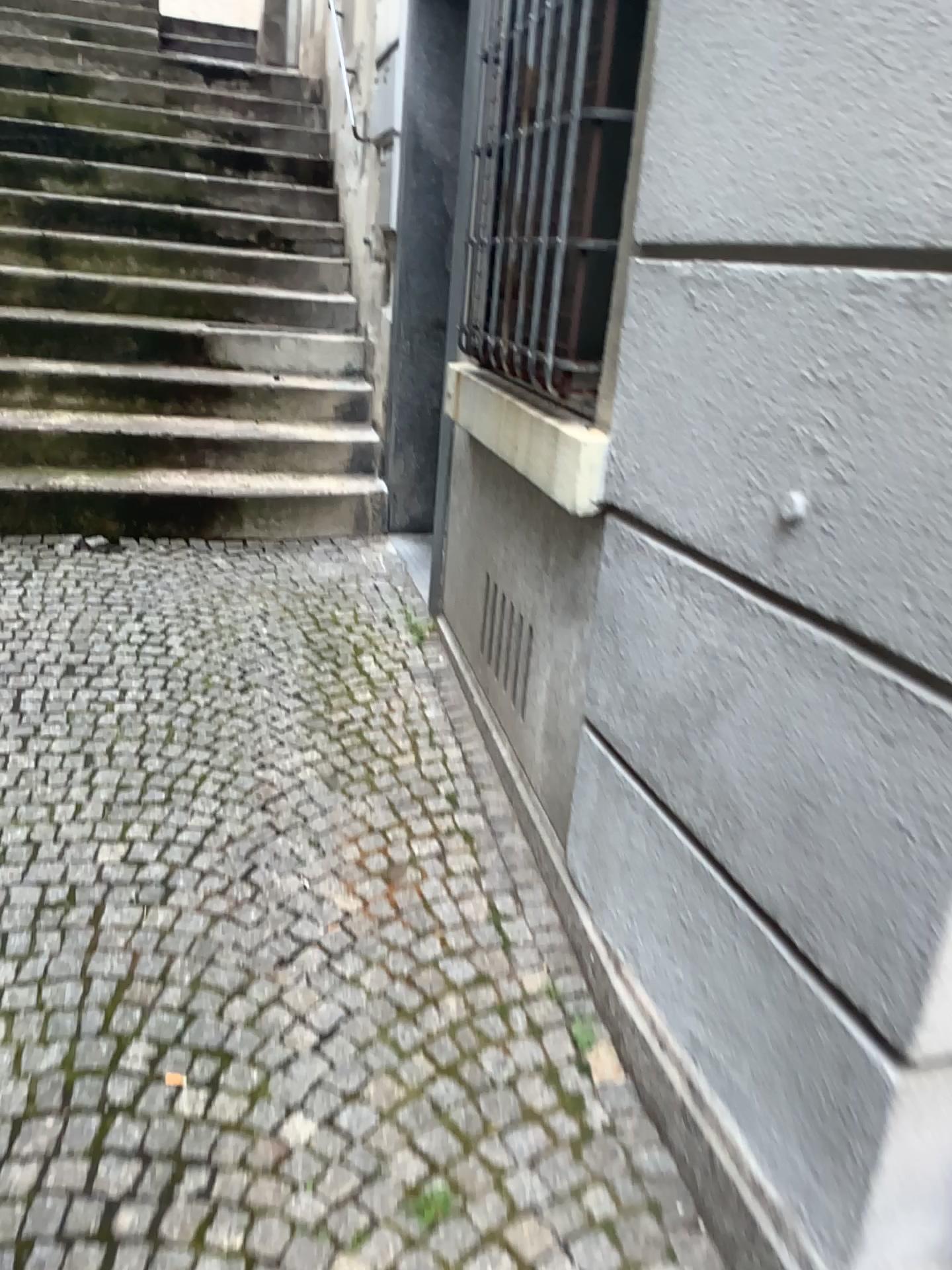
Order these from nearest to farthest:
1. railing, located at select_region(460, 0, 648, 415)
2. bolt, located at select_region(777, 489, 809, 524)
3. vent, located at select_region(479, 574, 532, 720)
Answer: bolt, located at select_region(777, 489, 809, 524)
railing, located at select_region(460, 0, 648, 415)
vent, located at select_region(479, 574, 532, 720)

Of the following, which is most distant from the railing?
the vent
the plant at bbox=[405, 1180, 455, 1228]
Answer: the plant at bbox=[405, 1180, 455, 1228]

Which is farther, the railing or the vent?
the vent

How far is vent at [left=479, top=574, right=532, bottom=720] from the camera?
2.38m

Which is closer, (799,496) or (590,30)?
(799,496)

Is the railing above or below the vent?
above

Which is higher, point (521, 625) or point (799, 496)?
point (799, 496)

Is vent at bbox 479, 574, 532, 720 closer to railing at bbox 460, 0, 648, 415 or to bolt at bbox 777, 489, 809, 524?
railing at bbox 460, 0, 648, 415

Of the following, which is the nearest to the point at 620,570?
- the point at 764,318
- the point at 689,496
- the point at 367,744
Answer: the point at 689,496

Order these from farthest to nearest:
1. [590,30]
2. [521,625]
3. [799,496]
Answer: [521,625] → [590,30] → [799,496]
